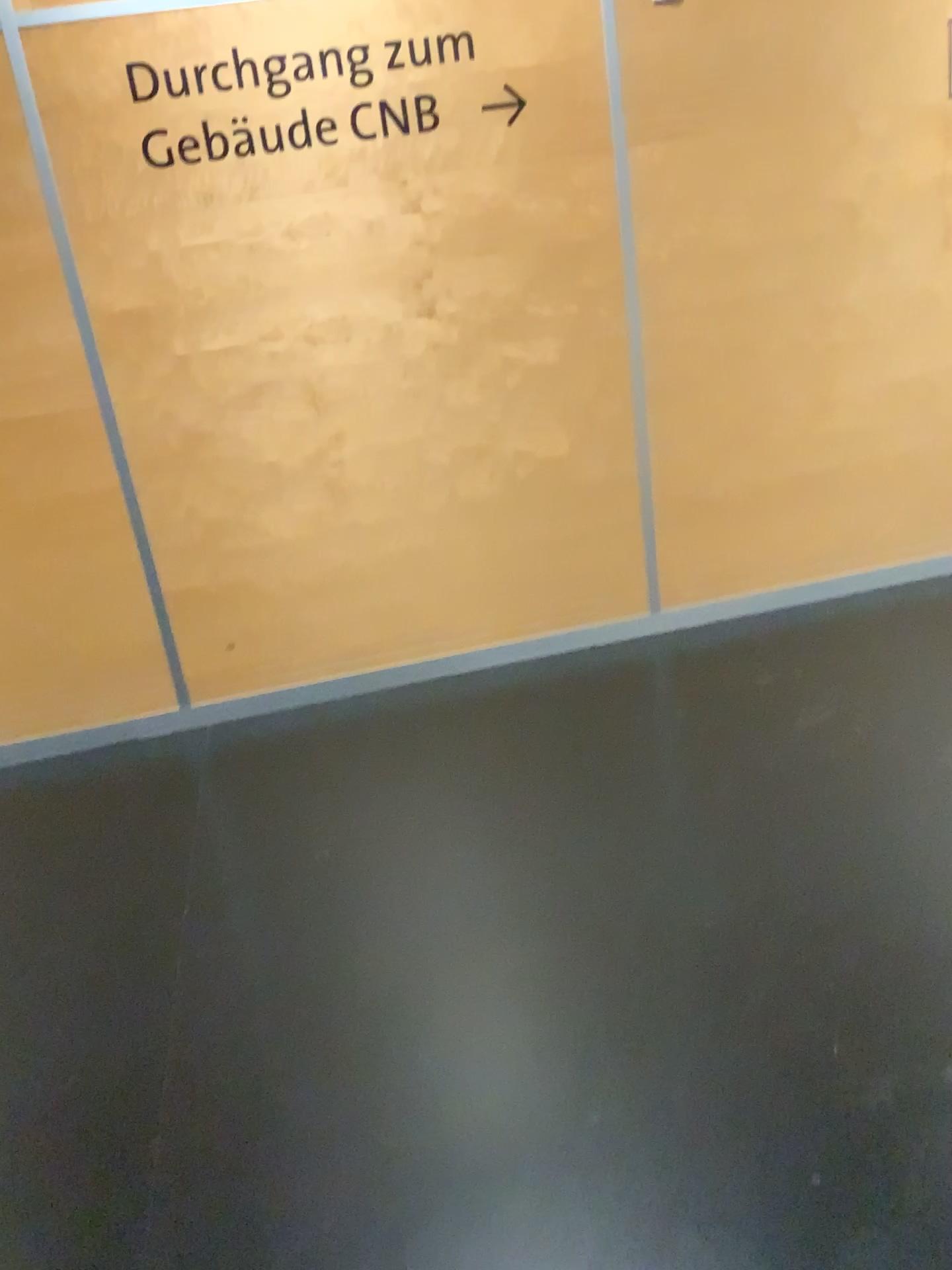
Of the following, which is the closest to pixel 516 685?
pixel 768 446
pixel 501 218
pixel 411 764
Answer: pixel 411 764

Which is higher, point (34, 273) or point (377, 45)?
point (377, 45)
